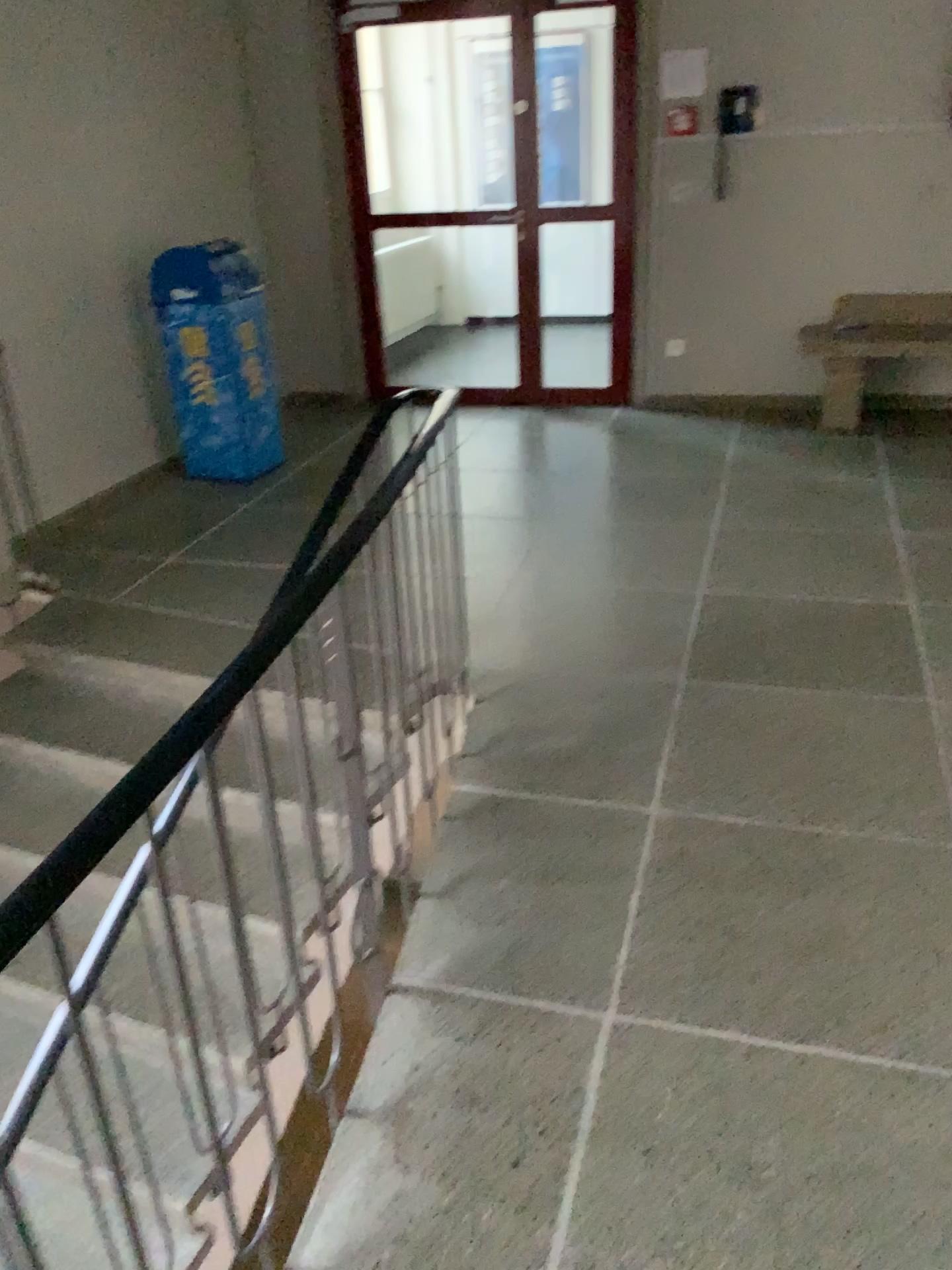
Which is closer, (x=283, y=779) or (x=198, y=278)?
(x=283, y=779)
